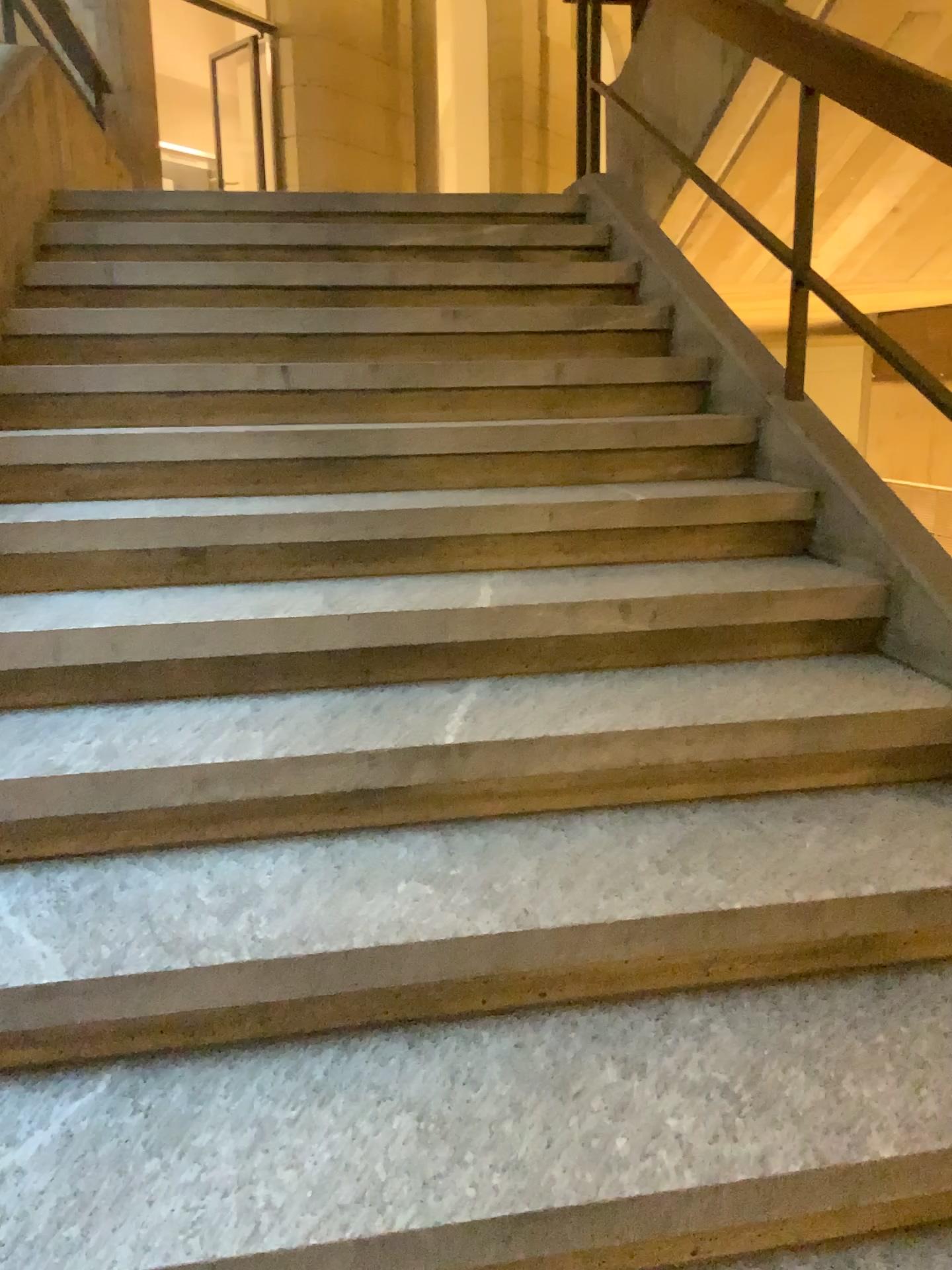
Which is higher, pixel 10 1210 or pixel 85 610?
pixel 85 610

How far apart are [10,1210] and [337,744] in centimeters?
77cm

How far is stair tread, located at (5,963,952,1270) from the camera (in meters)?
1.14

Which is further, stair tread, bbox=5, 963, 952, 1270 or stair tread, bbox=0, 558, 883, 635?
stair tread, bbox=0, 558, 883, 635

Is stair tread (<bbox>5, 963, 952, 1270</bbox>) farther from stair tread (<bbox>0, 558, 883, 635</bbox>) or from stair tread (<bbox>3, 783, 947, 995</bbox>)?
stair tread (<bbox>0, 558, 883, 635</bbox>)

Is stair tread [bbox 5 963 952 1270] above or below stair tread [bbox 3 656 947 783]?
below

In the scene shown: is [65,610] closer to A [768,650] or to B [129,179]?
A [768,650]

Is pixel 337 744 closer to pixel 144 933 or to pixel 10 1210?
pixel 144 933

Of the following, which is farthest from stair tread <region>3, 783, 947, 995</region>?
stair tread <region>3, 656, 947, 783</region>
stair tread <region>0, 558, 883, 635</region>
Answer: stair tread <region>0, 558, 883, 635</region>

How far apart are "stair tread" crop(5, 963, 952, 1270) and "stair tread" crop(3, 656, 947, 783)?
0.43m
